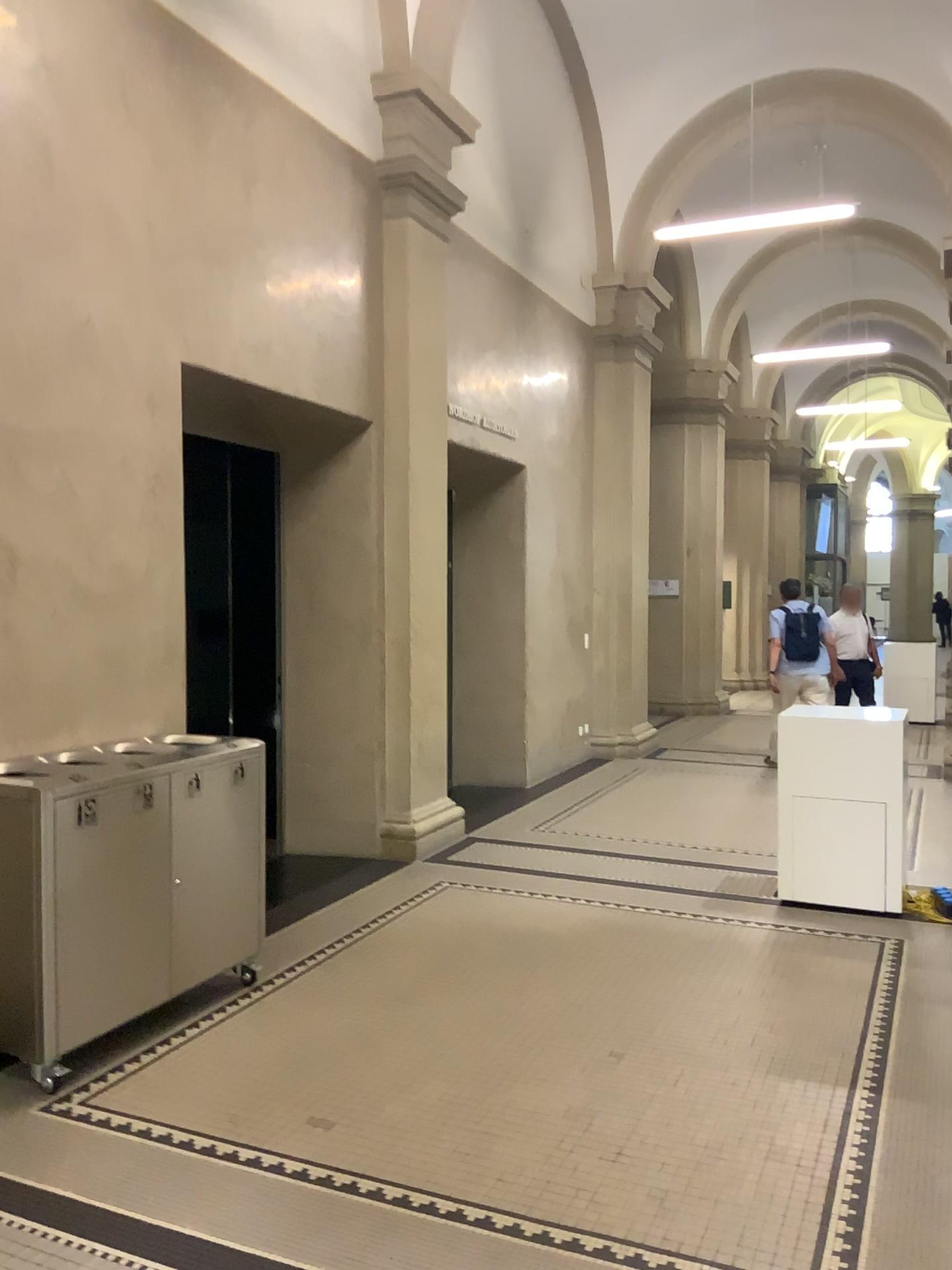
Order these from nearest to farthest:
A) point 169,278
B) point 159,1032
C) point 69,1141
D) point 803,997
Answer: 1. point 69,1141
2. point 159,1032
3. point 803,997
4. point 169,278
